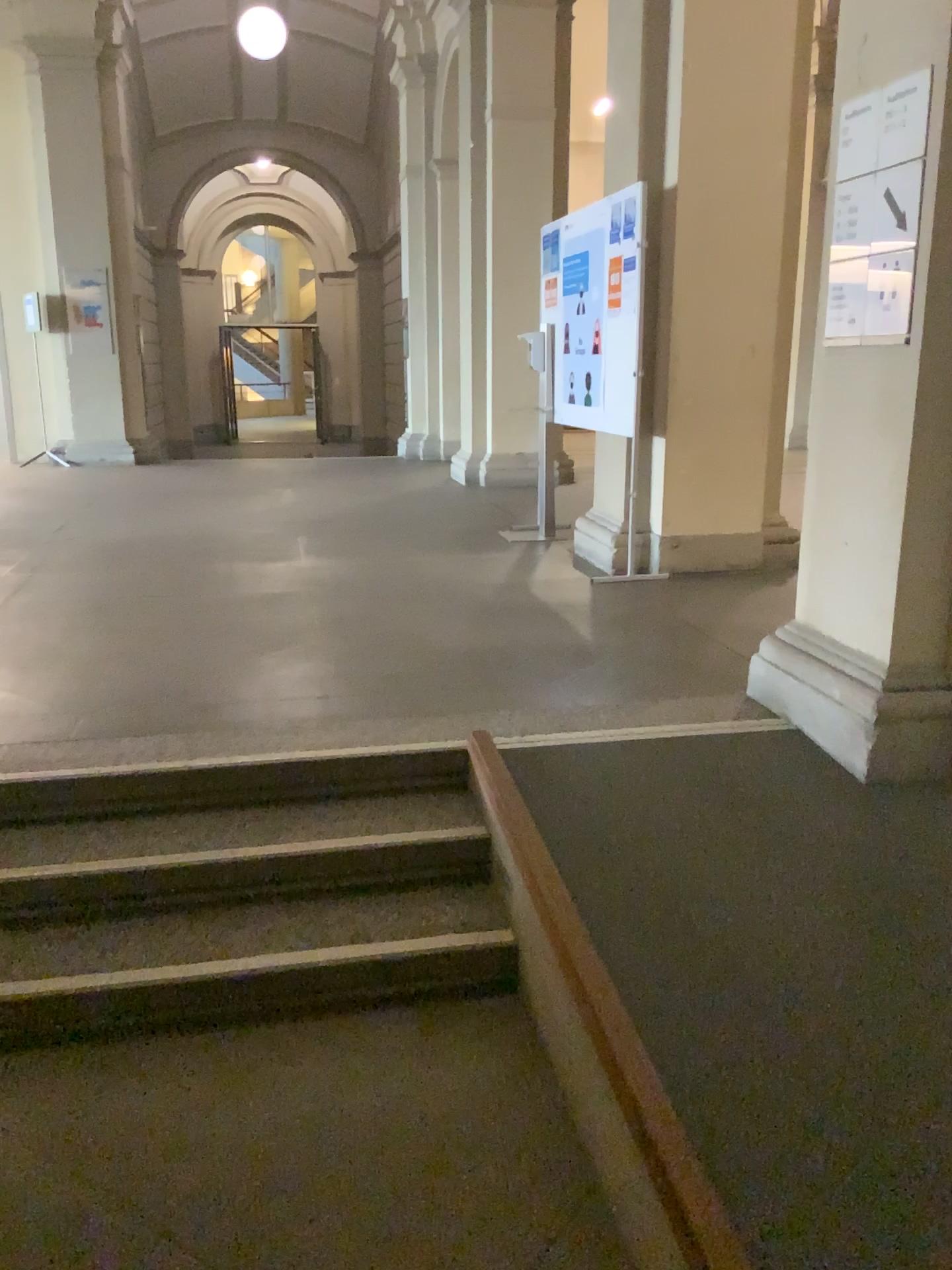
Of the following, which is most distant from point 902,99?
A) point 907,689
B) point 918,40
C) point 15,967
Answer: point 15,967

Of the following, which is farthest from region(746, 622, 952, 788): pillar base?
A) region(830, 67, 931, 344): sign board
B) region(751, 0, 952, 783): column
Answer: region(830, 67, 931, 344): sign board

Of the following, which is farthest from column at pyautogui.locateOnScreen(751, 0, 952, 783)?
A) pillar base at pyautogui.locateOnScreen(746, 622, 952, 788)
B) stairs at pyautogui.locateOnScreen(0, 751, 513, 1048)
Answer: stairs at pyautogui.locateOnScreen(0, 751, 513, 1048)

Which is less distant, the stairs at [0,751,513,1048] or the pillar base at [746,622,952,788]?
the stairs at [0,751,513,1048]

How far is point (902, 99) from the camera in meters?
2.7

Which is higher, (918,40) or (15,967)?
(918,40)

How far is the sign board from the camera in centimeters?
272cm

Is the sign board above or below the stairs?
above

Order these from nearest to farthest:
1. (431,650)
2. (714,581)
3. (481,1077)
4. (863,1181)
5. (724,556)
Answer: (863,1181), (481,1077), (431,650), (714,581), (724,556)

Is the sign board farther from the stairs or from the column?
the stairs
